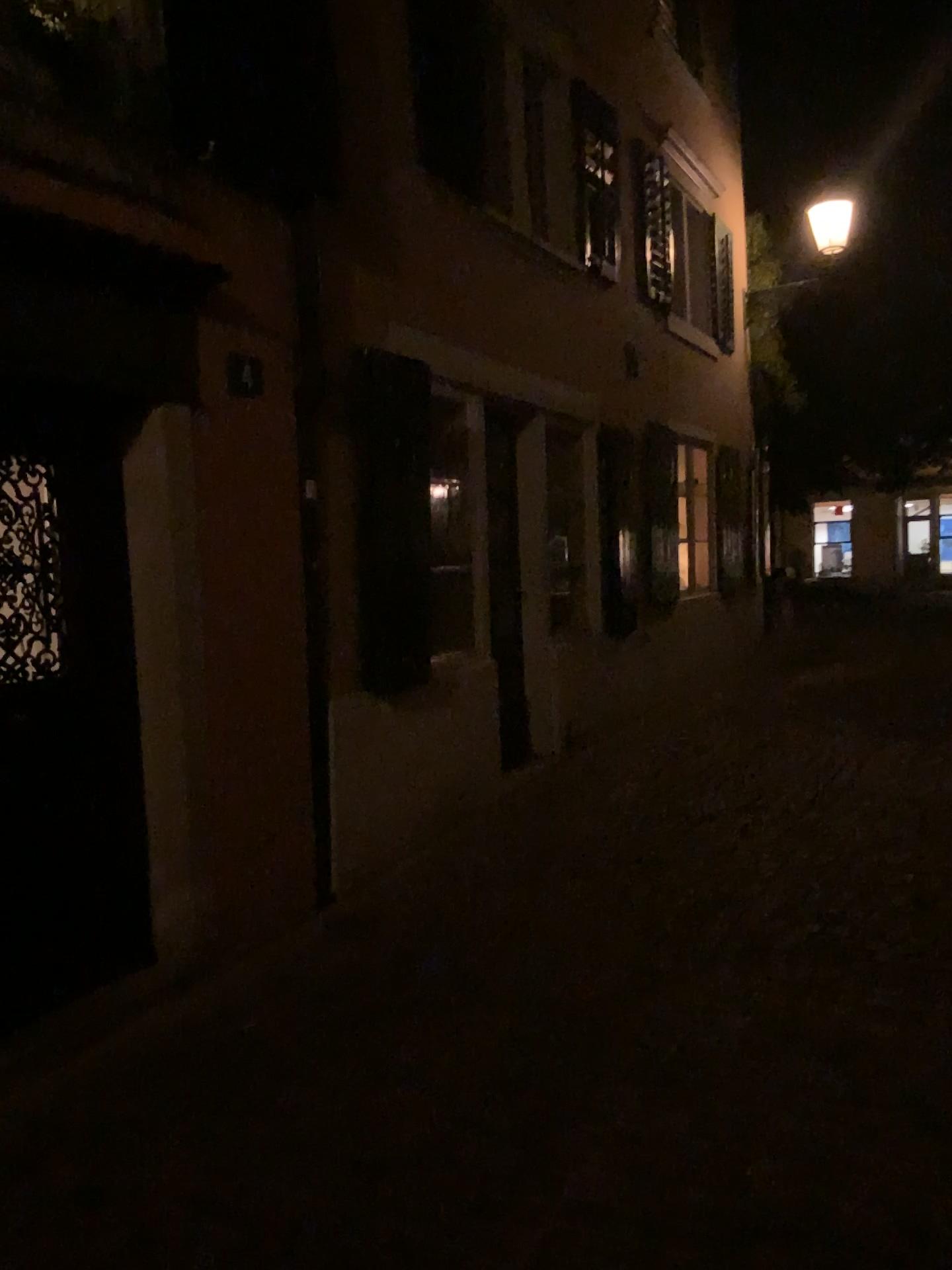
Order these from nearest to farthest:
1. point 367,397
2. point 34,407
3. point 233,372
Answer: point 34,407 < point 233,372 < point 367,397

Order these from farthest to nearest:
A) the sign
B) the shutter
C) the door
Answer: the shutter → the sign → the door

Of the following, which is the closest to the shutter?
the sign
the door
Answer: the sign

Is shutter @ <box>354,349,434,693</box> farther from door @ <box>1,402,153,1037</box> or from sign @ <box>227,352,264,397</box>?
door @ <box>1,402,153,1037</box>

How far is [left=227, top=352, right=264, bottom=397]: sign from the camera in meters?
4.0

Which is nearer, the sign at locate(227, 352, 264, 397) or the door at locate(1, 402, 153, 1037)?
the door at locate(1, 402, 153, 1037)

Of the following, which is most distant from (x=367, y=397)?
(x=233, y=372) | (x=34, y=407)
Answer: (x=34, y=407)

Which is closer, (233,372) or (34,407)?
(34,407)

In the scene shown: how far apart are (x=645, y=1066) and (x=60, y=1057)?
1.75m
